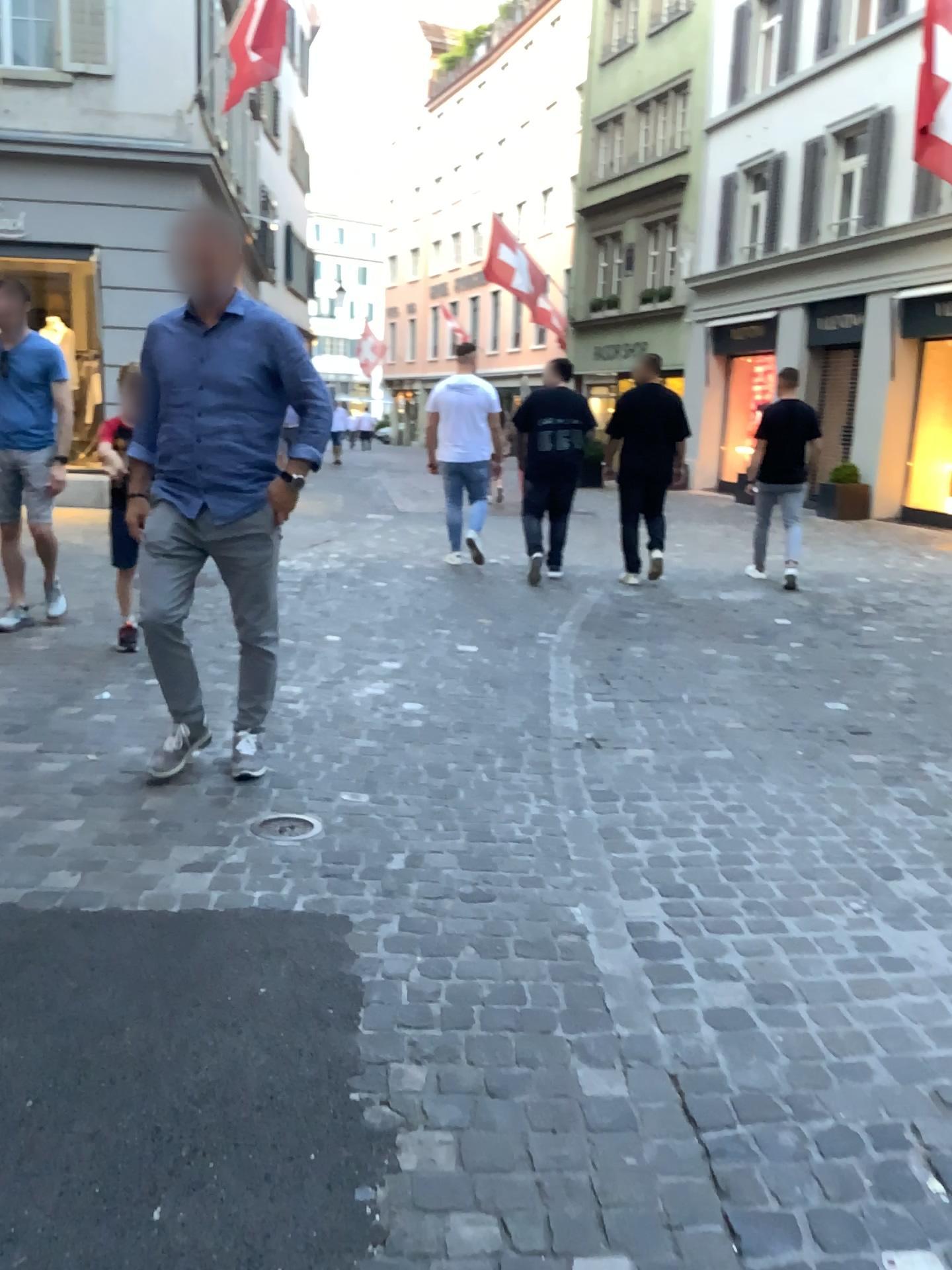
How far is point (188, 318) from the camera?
3.26m

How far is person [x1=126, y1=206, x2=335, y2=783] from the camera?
3.3 meters

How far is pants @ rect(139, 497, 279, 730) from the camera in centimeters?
337cm

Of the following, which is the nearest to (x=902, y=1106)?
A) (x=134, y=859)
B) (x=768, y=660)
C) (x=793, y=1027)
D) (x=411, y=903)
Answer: (x=793, y=1027)

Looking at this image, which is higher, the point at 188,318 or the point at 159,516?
the point at 188,318

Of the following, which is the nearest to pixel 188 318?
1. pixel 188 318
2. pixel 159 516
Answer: pixel 188 318

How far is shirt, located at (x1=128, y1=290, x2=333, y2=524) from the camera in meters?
3.3 m
